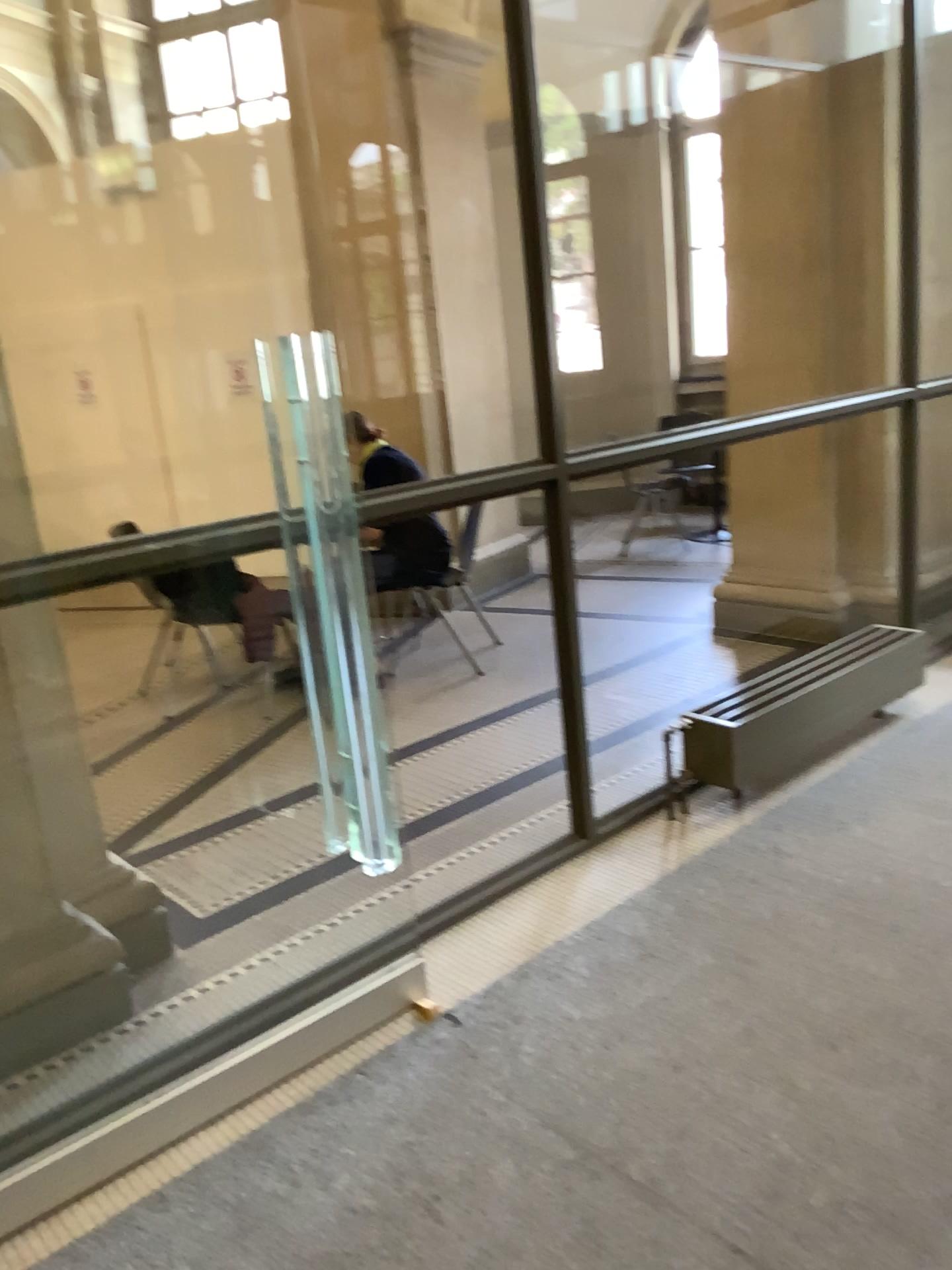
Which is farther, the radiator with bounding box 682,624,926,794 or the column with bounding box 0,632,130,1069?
the radiator with bounding box 682,624,926,794

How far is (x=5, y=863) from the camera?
2.4m

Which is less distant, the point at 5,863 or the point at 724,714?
the point at 5,863

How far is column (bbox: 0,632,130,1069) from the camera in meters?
2.4 m

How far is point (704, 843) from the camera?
3.10m
